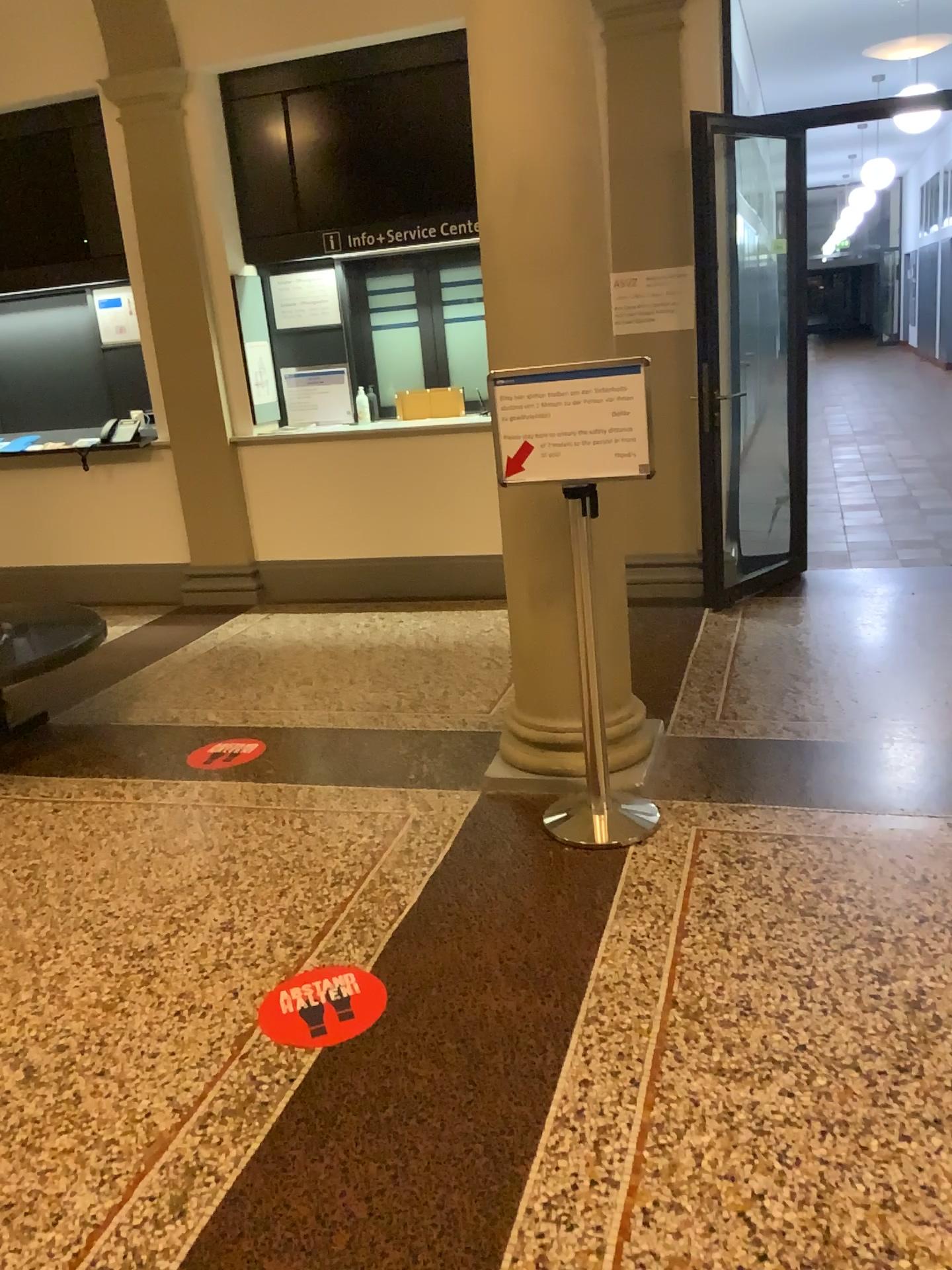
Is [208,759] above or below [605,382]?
below

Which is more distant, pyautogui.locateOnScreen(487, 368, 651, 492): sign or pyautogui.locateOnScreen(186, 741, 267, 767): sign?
pyautogui.locateOnScreen(186, 741, 267, 767): sign

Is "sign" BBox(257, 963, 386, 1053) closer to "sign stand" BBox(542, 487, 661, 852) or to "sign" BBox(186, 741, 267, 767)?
"sign stand" BBox(542, 487, 661, 852)

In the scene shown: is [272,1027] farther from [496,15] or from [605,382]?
[496,15]

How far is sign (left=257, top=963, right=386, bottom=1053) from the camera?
2.3 meters

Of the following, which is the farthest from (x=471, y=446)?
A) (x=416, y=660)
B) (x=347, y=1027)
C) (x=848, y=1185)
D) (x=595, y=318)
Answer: (x=848, y=1185)

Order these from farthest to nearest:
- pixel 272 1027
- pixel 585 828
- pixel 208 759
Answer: pixel 208 759, pixel 585 828, pixel 272 1027

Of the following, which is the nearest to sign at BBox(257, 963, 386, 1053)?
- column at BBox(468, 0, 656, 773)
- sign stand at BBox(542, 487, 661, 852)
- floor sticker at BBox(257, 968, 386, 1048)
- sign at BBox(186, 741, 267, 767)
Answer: floor sticker at BBox(257, 968, 386, 1048)

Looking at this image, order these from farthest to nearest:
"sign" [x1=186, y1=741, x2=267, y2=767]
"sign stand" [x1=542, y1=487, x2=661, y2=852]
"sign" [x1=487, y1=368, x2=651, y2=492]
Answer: "sign" [x1=186, y1=741, x2=267, y2=767], "sign stand" [x1=542, y1=487, x2=661, y2=852], "sign" [x1=487, y1=368, x2=651, y2=492]

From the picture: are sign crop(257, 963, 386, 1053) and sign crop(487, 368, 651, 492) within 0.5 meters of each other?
no
